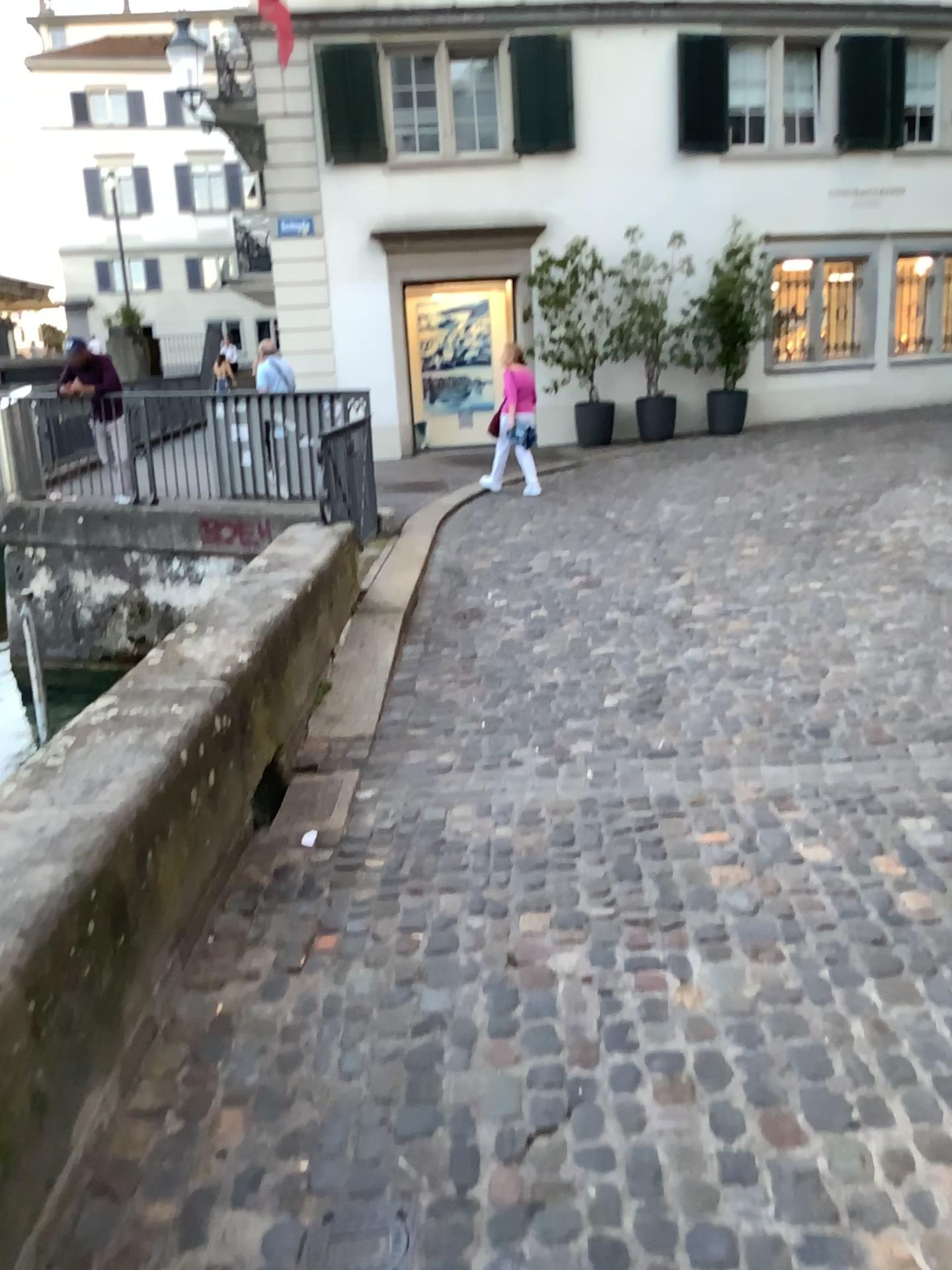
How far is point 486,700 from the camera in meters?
5.0 m
